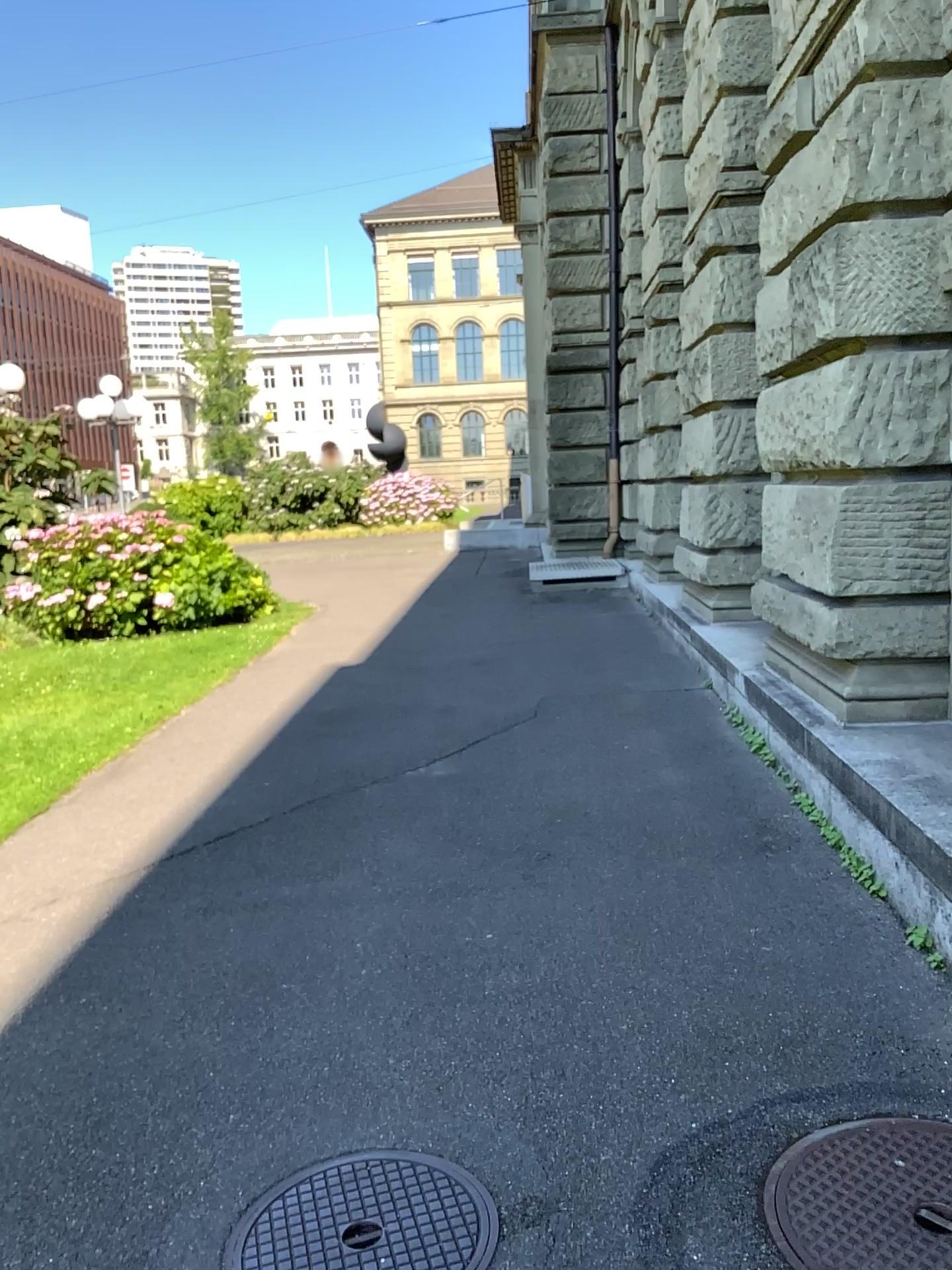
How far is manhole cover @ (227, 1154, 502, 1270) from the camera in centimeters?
210cm

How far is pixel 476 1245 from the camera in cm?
210

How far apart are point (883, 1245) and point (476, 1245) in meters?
0.8 m

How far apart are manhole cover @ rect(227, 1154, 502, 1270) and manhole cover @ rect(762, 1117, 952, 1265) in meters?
0.6 m

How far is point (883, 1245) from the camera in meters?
2.0 m

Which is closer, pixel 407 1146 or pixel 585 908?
pixel 407 1146

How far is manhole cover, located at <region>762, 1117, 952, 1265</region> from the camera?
2.0 meters
